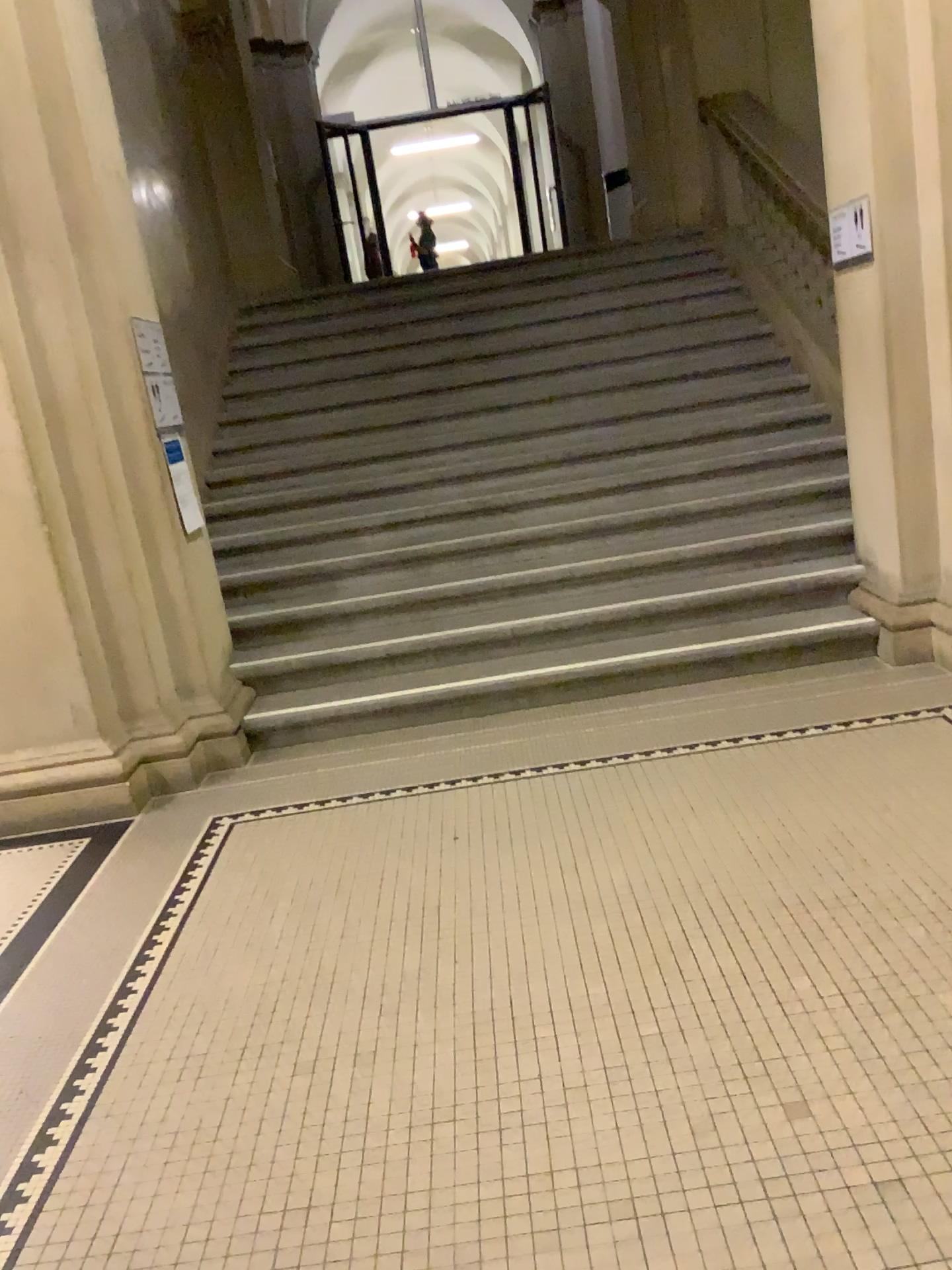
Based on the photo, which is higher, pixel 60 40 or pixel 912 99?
pixel 60 40

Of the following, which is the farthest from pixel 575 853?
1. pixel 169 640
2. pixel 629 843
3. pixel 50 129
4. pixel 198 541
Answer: pixel 50 129
